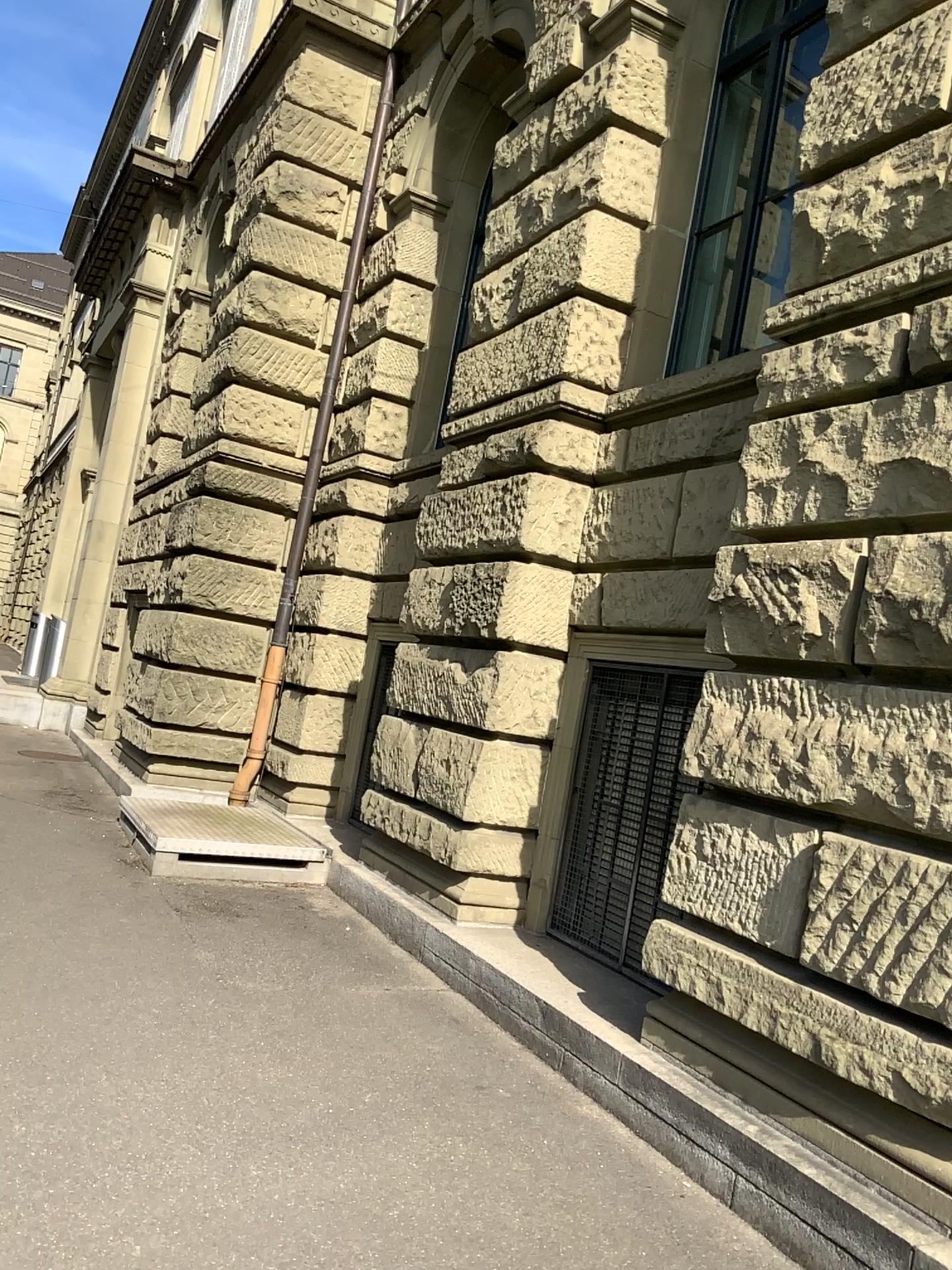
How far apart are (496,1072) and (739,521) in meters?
2.4
